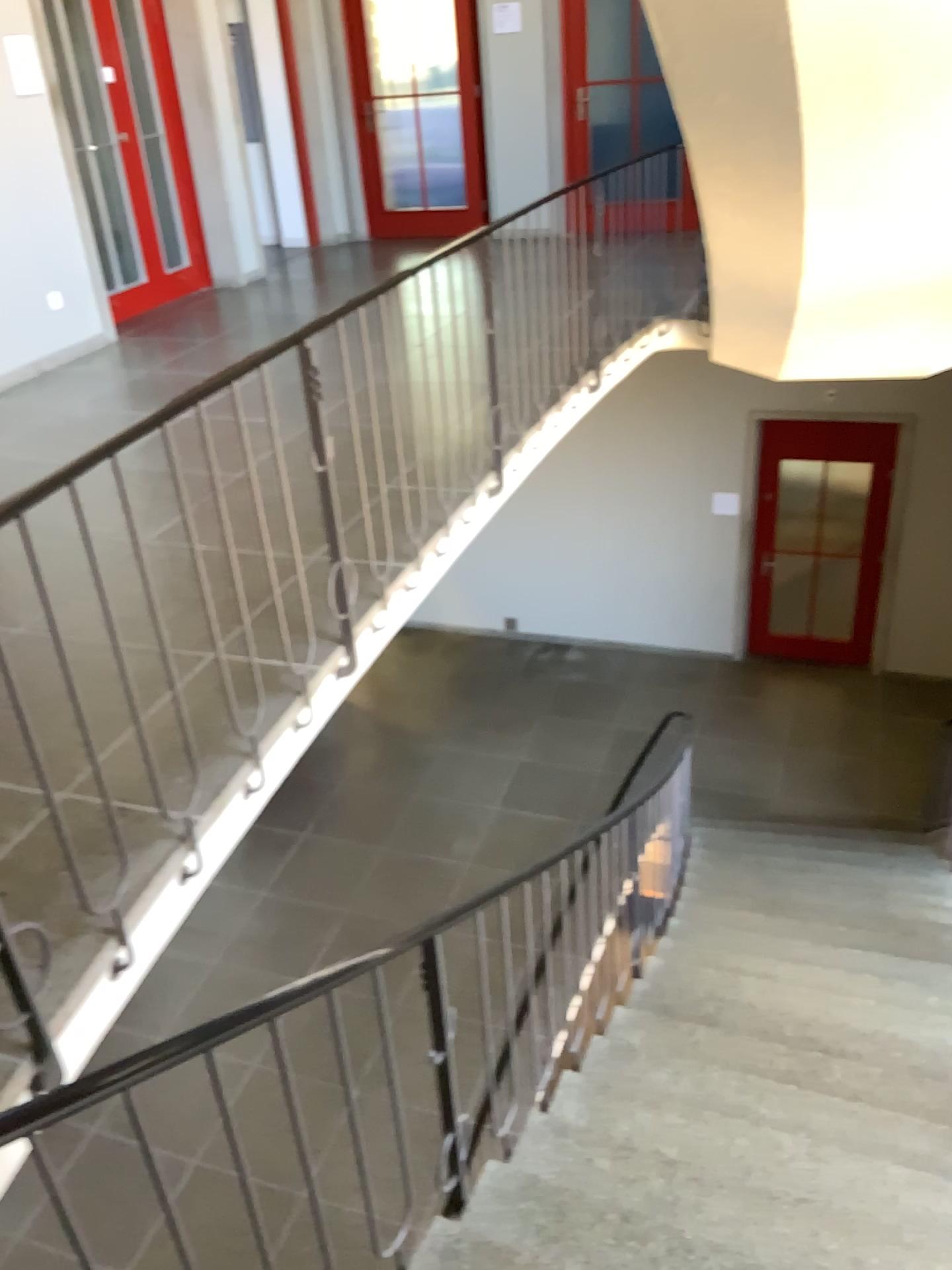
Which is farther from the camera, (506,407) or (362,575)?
(506,407)
